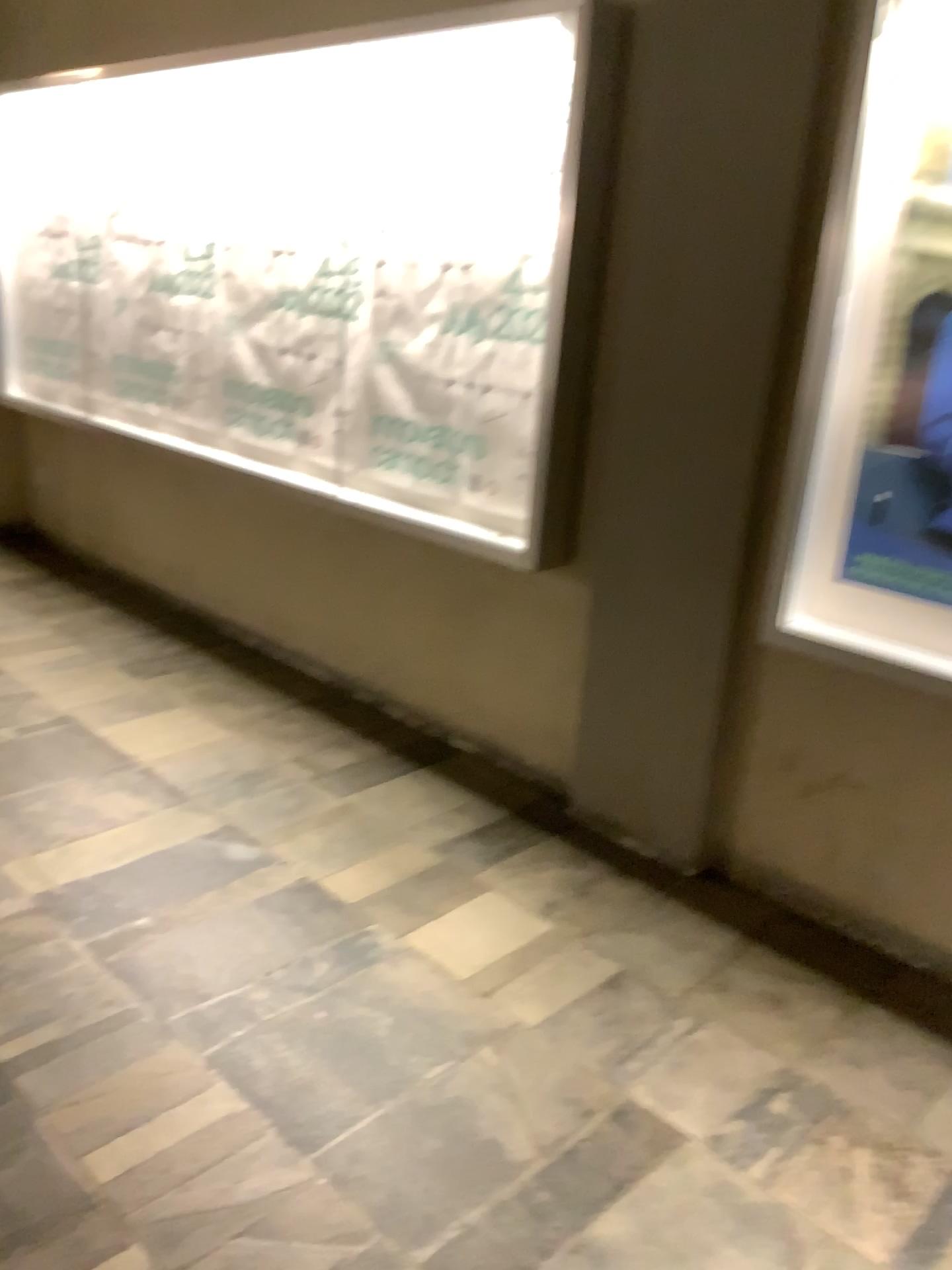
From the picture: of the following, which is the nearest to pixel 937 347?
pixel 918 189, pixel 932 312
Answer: pixel 932 312

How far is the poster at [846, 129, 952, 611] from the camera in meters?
2.3

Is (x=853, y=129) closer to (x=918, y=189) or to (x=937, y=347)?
(x=918, y=189)

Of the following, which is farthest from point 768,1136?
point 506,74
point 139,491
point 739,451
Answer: point 139,491

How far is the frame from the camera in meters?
2.3 m

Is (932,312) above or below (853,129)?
below

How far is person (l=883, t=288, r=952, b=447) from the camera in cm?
227
